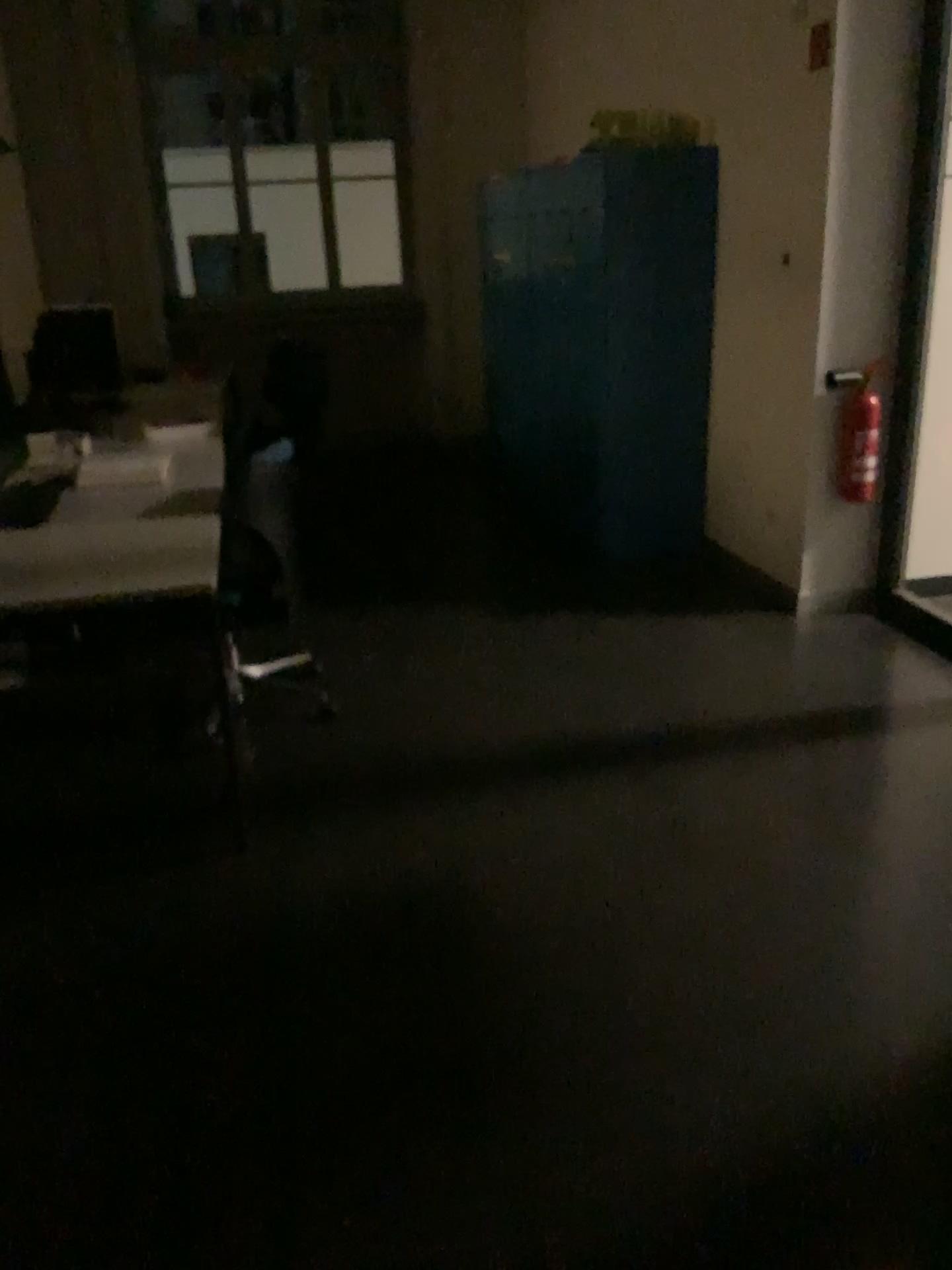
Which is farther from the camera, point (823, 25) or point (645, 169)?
point (645, 169)

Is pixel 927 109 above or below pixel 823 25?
below

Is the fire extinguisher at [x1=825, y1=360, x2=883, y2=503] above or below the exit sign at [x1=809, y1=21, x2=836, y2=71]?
below

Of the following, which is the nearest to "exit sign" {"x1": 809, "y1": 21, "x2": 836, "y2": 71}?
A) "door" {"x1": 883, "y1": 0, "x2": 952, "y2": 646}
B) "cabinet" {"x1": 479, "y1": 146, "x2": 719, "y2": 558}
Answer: "door" {"x1": 883, "y1": 0, "x2": 952, "y2": 646}

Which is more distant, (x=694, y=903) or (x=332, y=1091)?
(x=694, y=903)

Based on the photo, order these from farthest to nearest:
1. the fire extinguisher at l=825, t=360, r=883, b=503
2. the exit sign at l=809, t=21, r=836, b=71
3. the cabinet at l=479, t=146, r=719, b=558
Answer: the cabinet at l=479, t=146, r=719, b=558, the fire extinguisher at l=825, t=360, r=883, b=503, the exit sign at l=809, t=21, r=836, b=71

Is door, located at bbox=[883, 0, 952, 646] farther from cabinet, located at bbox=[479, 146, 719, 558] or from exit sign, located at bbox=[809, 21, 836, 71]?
cabinet, located at bbox=[479, 146, 719, 558]

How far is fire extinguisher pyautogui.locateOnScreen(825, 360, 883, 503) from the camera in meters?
3.9

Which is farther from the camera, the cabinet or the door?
the cabinet

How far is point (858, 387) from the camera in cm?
394
